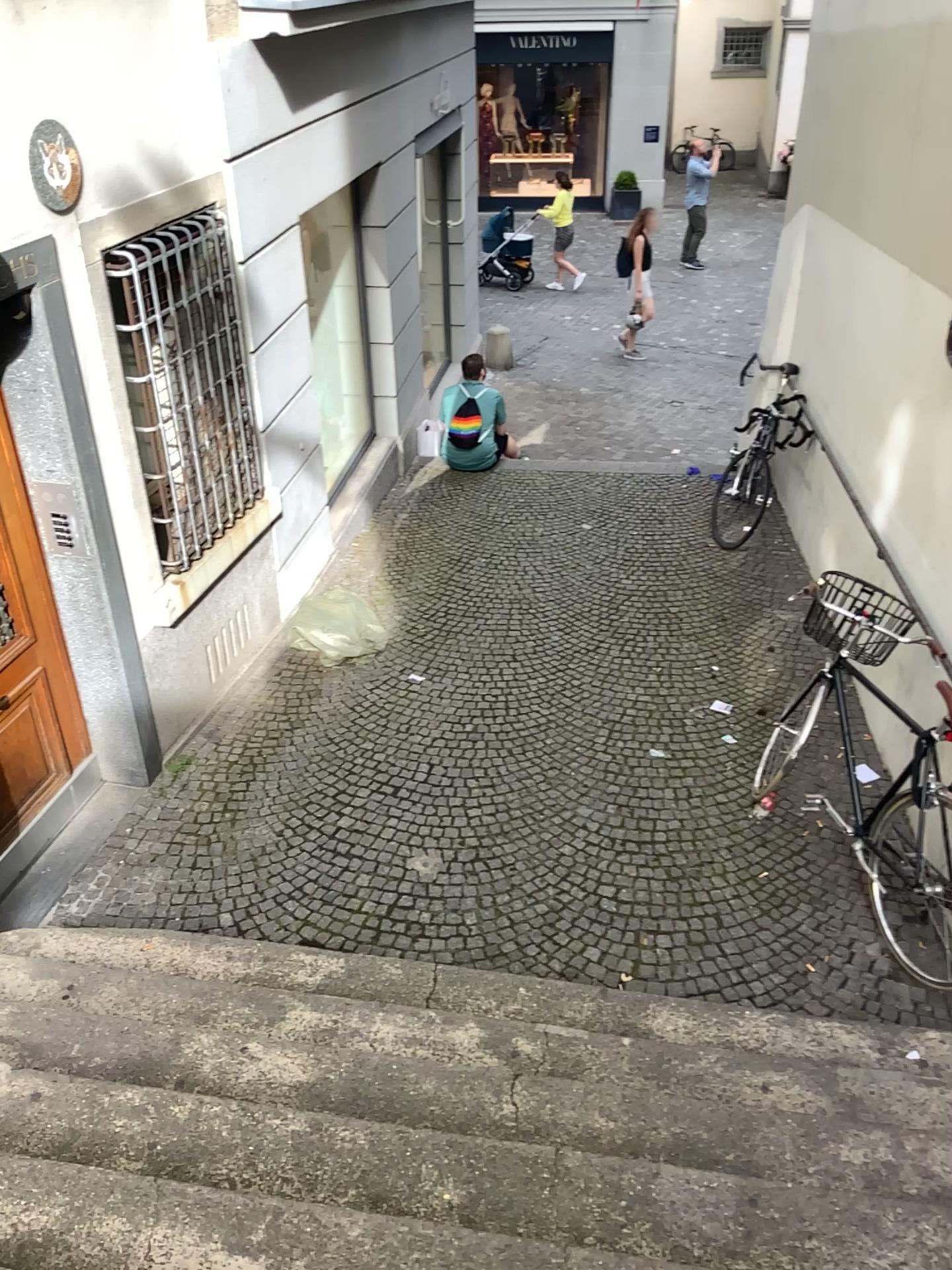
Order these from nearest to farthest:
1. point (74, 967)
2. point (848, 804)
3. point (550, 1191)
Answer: point (550, 1191), point (74, 967), point (848, 804)

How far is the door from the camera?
4.1 meters

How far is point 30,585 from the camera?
4.1 meters

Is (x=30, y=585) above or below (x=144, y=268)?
below
